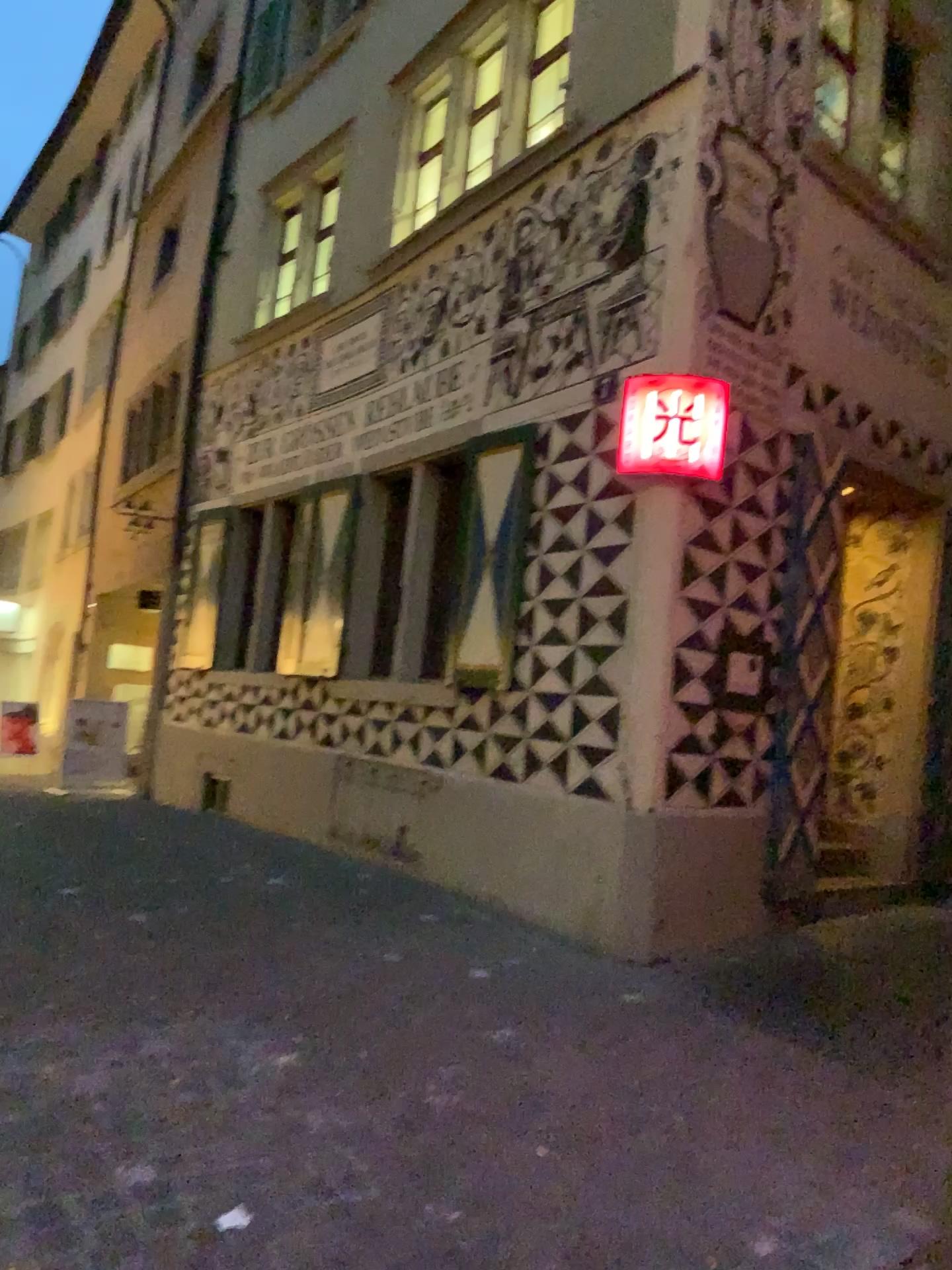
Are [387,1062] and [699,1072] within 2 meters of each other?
yes
